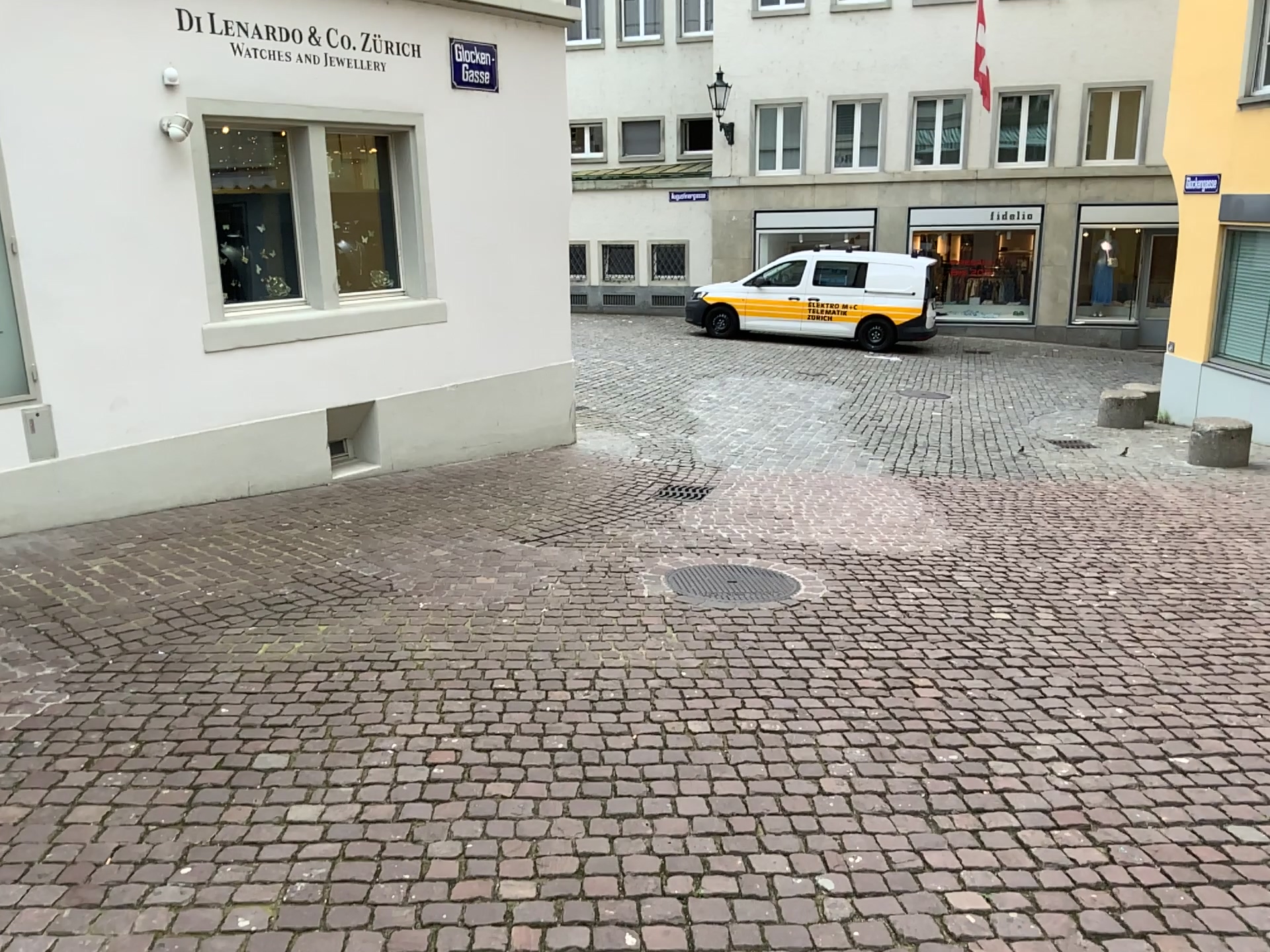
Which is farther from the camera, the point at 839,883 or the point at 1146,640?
the point at 1146,640
